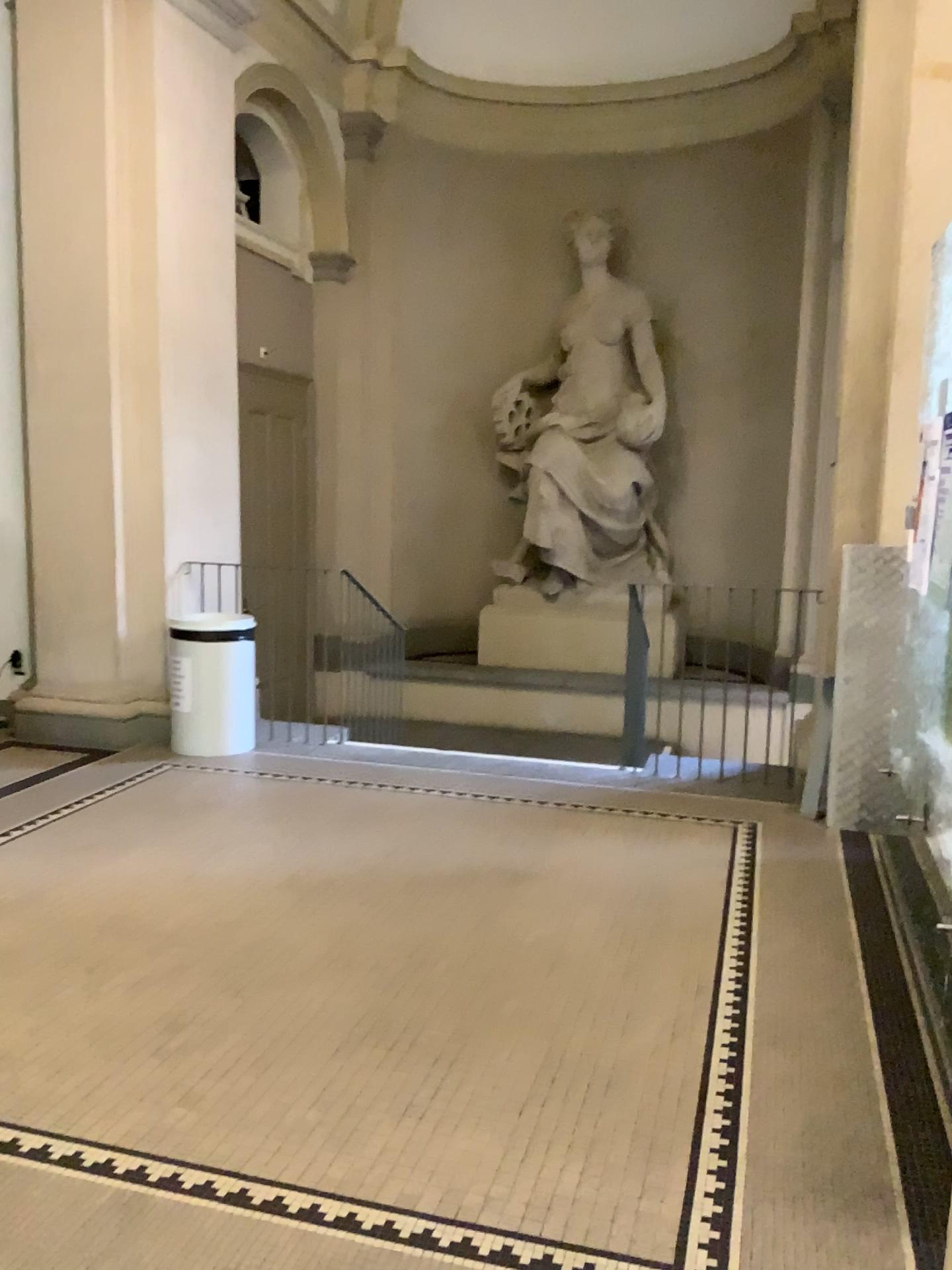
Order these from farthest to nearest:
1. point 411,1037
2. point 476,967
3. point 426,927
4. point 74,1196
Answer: point 426,927, point 476,967, point 411,1037, point 74,1196
